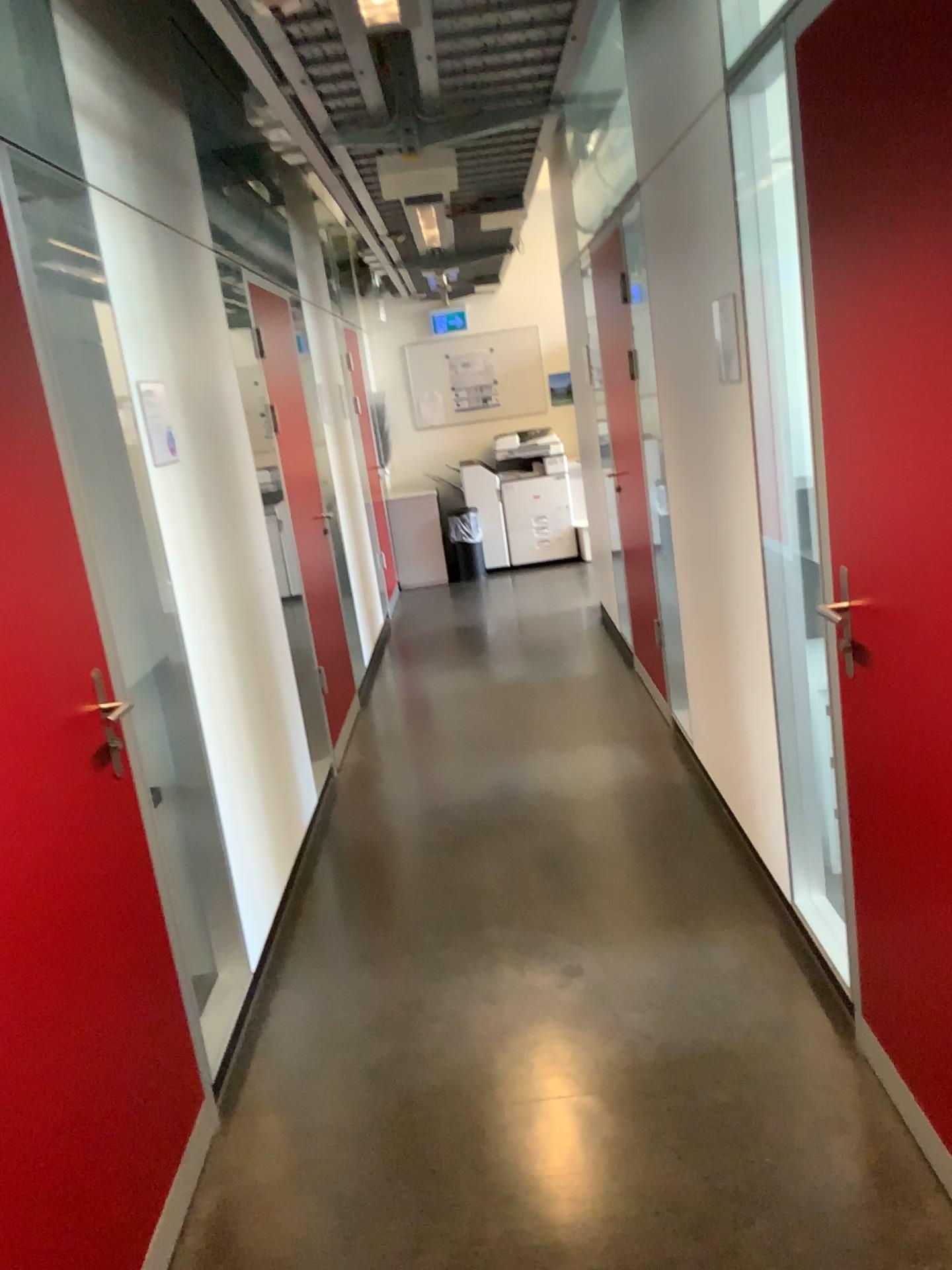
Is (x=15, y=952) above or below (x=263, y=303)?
below

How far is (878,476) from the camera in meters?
1.8

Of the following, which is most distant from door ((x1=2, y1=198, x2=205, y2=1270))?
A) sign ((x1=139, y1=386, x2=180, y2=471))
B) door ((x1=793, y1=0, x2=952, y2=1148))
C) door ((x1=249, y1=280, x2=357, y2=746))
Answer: door ((x1=249, y1=280, x2=357, y2=746))

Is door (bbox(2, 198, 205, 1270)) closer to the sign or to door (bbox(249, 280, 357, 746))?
the sign

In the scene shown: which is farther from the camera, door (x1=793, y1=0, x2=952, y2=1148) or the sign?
the sign

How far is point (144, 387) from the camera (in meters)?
2.76

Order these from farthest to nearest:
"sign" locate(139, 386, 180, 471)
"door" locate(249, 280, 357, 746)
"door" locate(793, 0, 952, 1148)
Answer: "door" locate(249, 280, 357, 746) < "sign" locate(139, 386, 180, 471) < "door" locate(793, 0, 952, 1148)

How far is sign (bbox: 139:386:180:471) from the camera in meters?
2.8

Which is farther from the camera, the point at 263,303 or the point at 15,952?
the point at 263,303

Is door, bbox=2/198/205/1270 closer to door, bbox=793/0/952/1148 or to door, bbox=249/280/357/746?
door, bbox=793/0/952/1148
